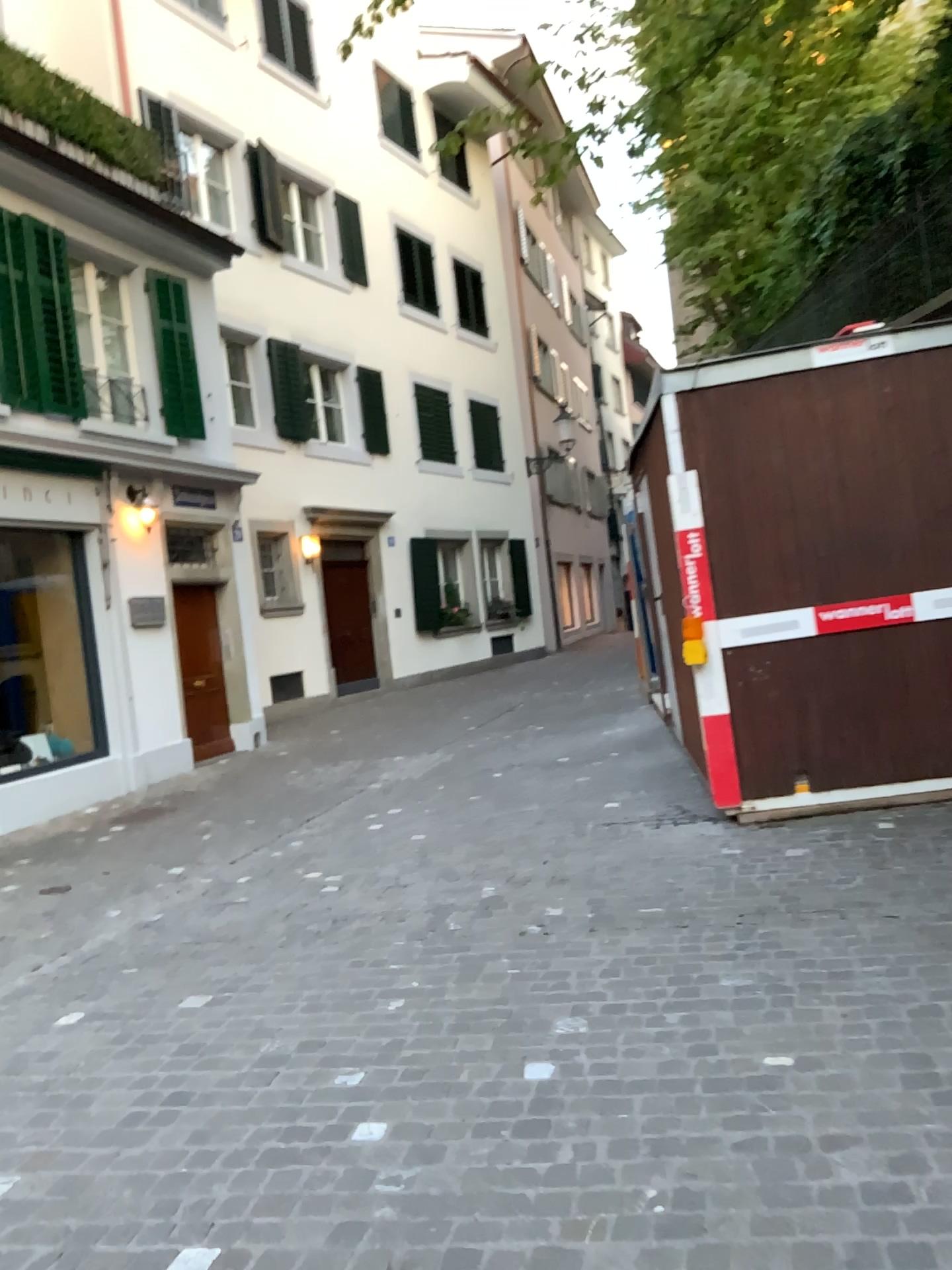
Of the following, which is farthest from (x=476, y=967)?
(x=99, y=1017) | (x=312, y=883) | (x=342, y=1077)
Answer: (x=312, y=883)
